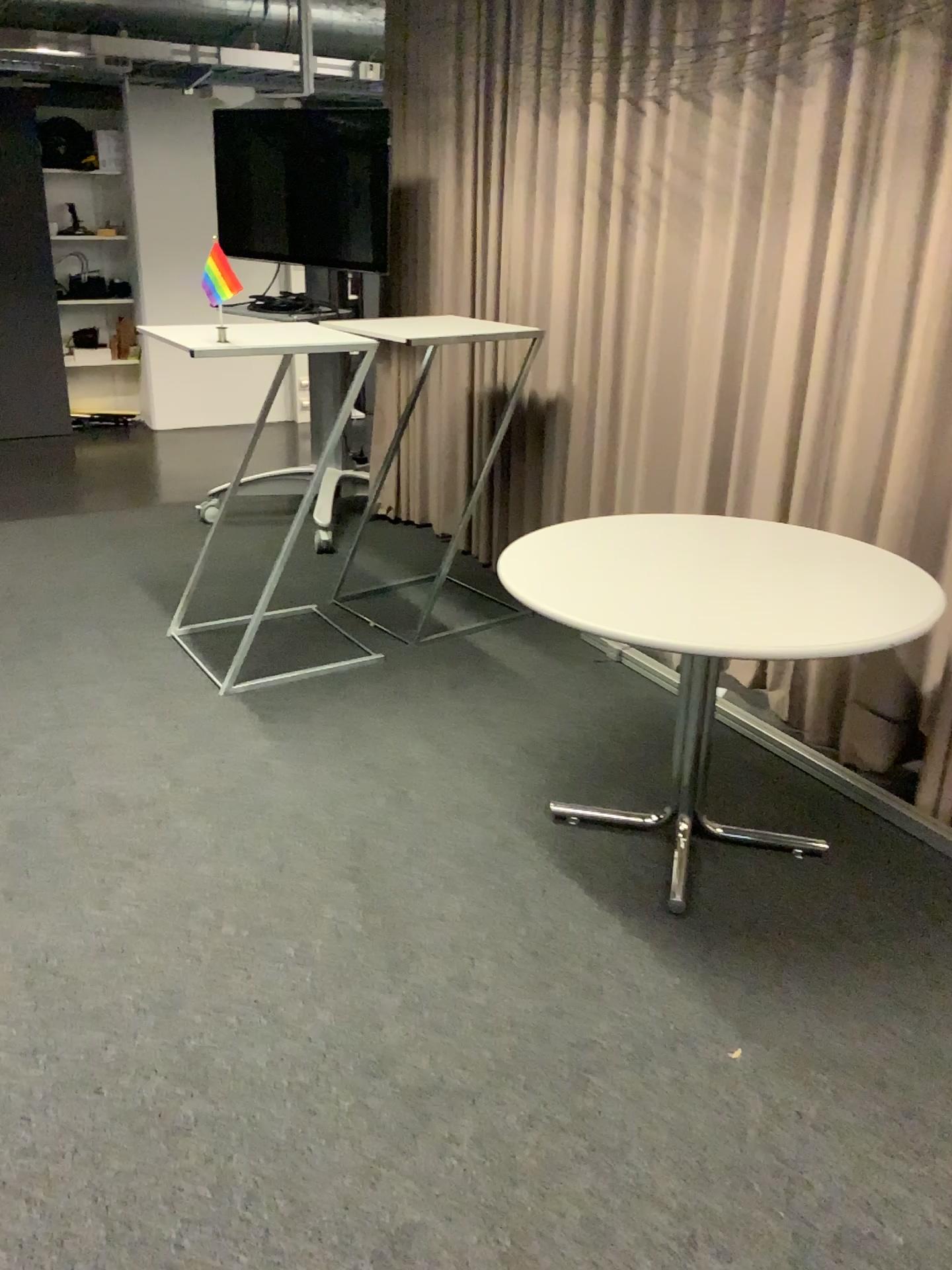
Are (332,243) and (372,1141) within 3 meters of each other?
no
